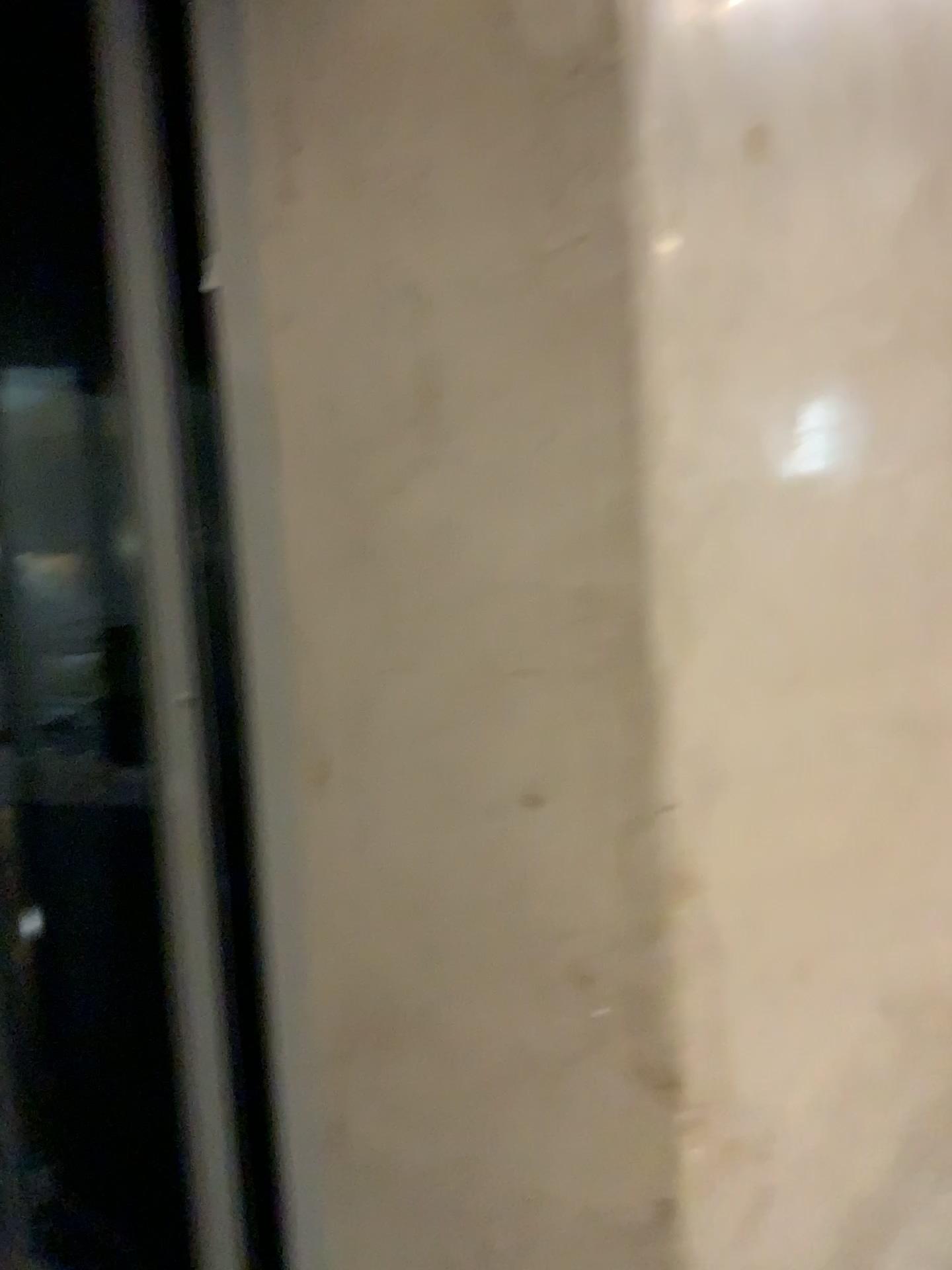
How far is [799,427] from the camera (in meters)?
1.51

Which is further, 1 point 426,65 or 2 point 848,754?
2 point 848,754

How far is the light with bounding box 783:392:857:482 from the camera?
1.5 meters
